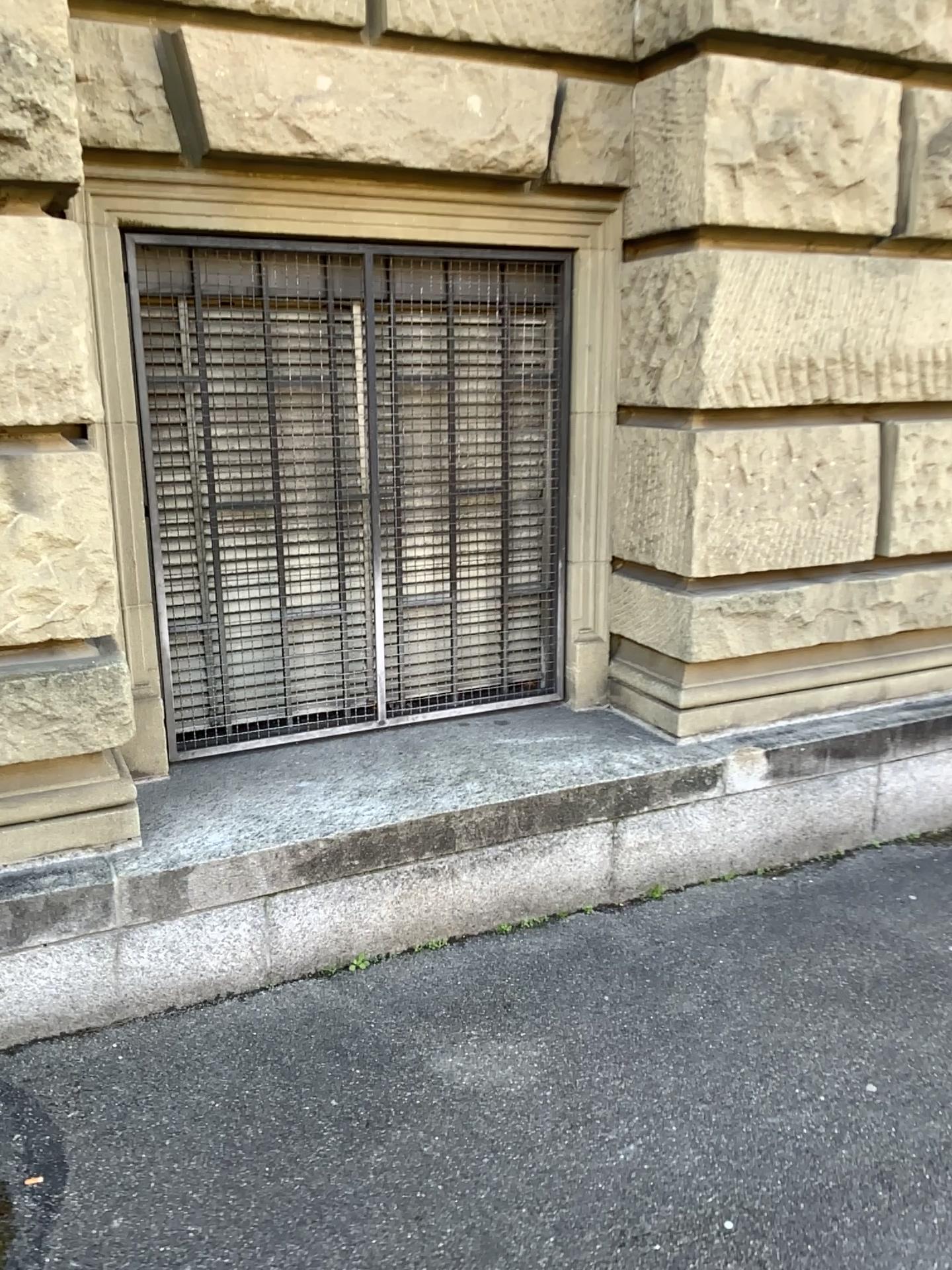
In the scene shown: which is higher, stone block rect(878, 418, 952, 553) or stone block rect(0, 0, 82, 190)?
stone block rect(0, 0, 82, 190)

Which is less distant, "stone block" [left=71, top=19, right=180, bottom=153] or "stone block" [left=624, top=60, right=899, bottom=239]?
"stone block" [left=71, top=19, right=180, bottom=153]

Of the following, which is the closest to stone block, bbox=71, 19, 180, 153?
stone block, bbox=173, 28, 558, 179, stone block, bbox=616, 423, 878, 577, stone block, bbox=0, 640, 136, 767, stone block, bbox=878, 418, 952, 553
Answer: stone block, bbox=173, 28, 558, 179

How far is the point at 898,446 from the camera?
3.4m

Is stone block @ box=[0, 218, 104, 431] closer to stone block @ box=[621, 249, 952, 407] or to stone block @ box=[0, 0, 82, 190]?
stone block @ box=[0, 0, 82, 190]

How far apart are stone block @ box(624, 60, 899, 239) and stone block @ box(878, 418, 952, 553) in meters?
0.6

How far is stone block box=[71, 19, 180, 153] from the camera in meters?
2.5 m

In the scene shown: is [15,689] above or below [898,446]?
below

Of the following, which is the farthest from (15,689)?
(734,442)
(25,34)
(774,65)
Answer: (774,65)

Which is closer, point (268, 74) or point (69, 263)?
point (69, 263)
